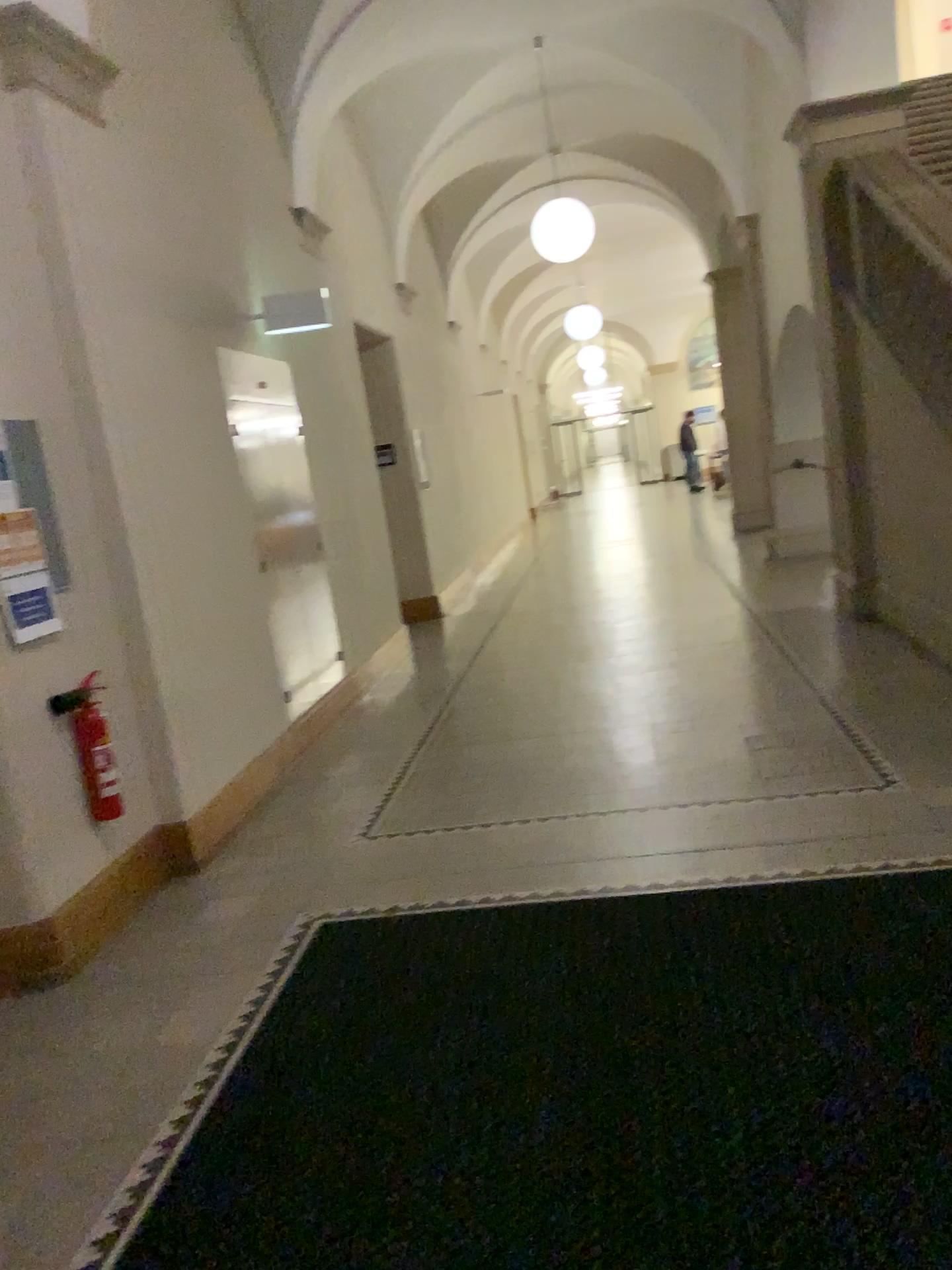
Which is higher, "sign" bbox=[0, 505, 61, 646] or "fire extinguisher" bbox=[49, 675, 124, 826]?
"sign" bbox=[0, 505, 61, 646]

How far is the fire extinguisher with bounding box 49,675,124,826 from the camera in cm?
369

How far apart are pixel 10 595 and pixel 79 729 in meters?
0.5 m

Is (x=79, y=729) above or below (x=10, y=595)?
below

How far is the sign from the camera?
3.5 meters

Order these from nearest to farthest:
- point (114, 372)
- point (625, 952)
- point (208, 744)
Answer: point (625, 952), point (114, 372), point (208, 744)

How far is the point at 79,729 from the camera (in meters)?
3.69
